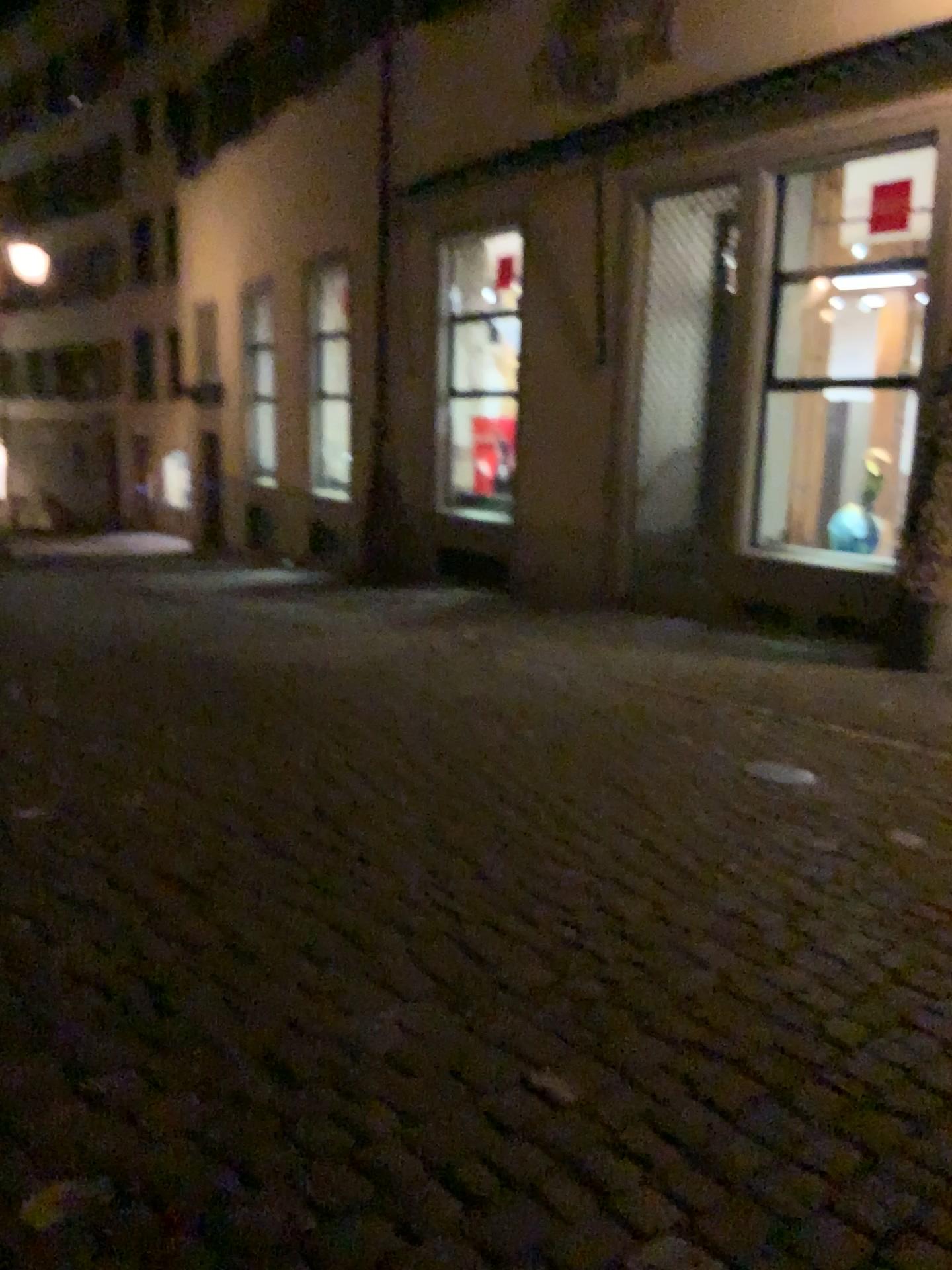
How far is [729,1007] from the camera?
2.7m
